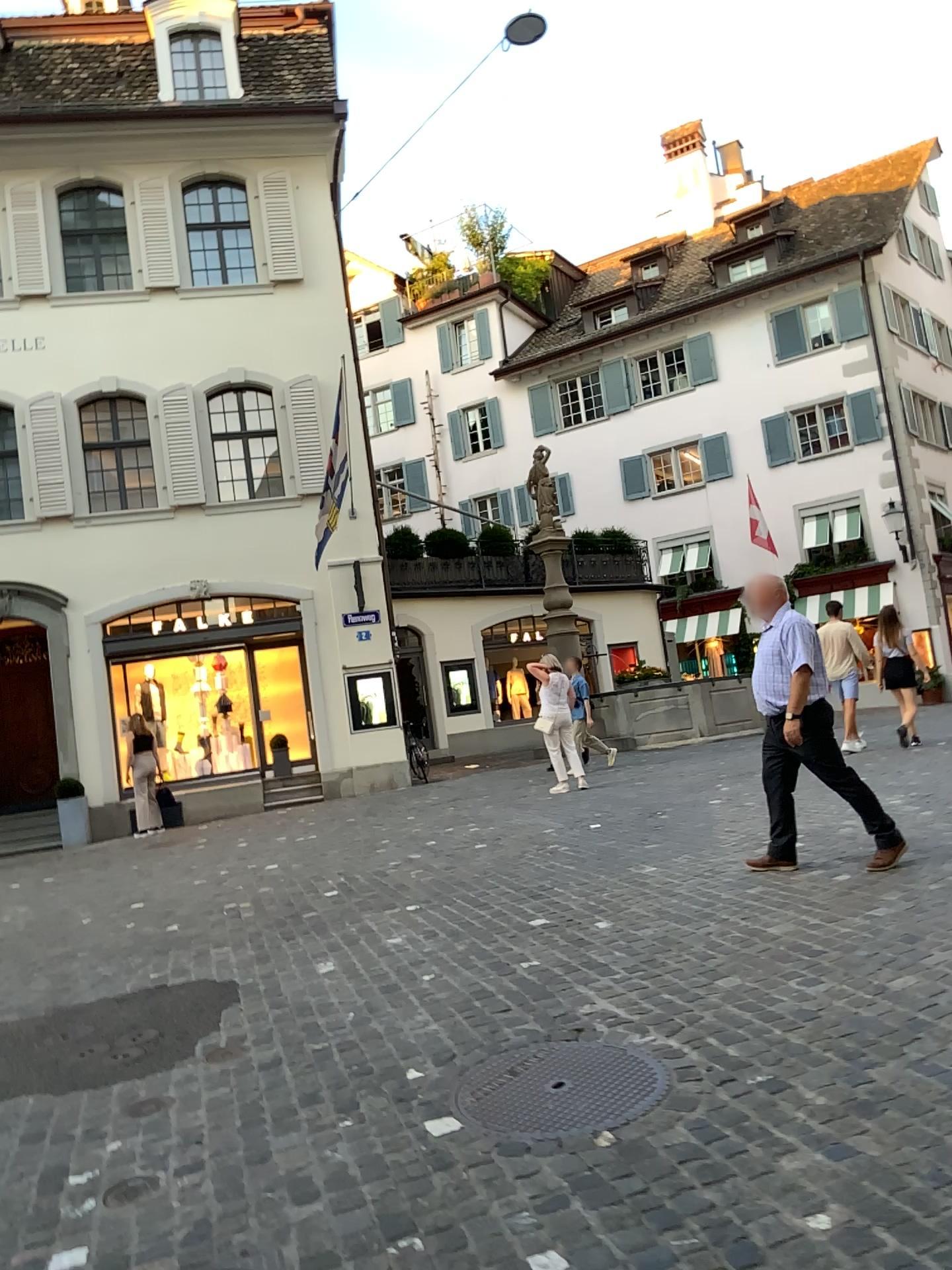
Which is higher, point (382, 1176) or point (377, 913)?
point (377, 913)
